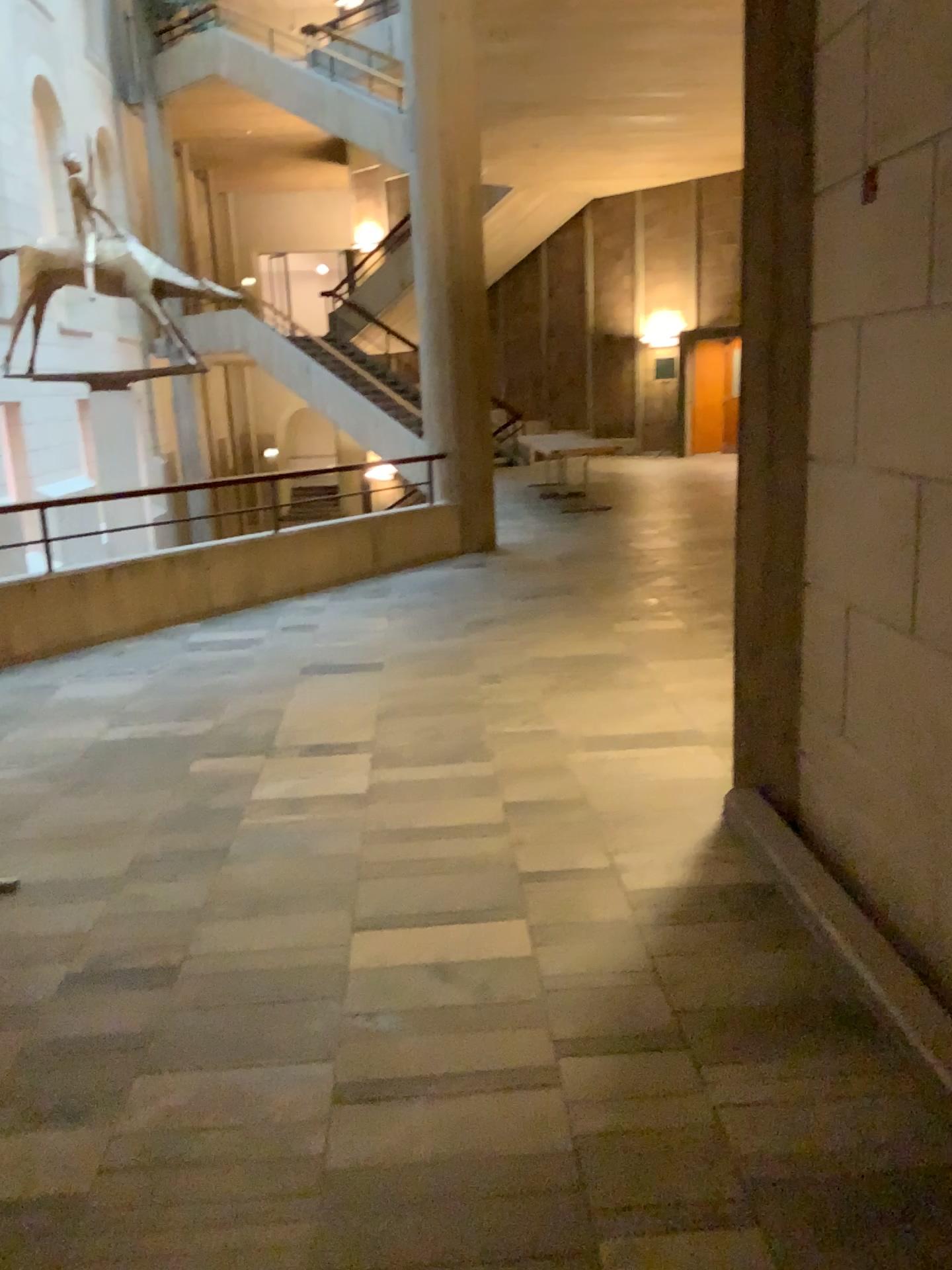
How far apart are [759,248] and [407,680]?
2.9 meters
